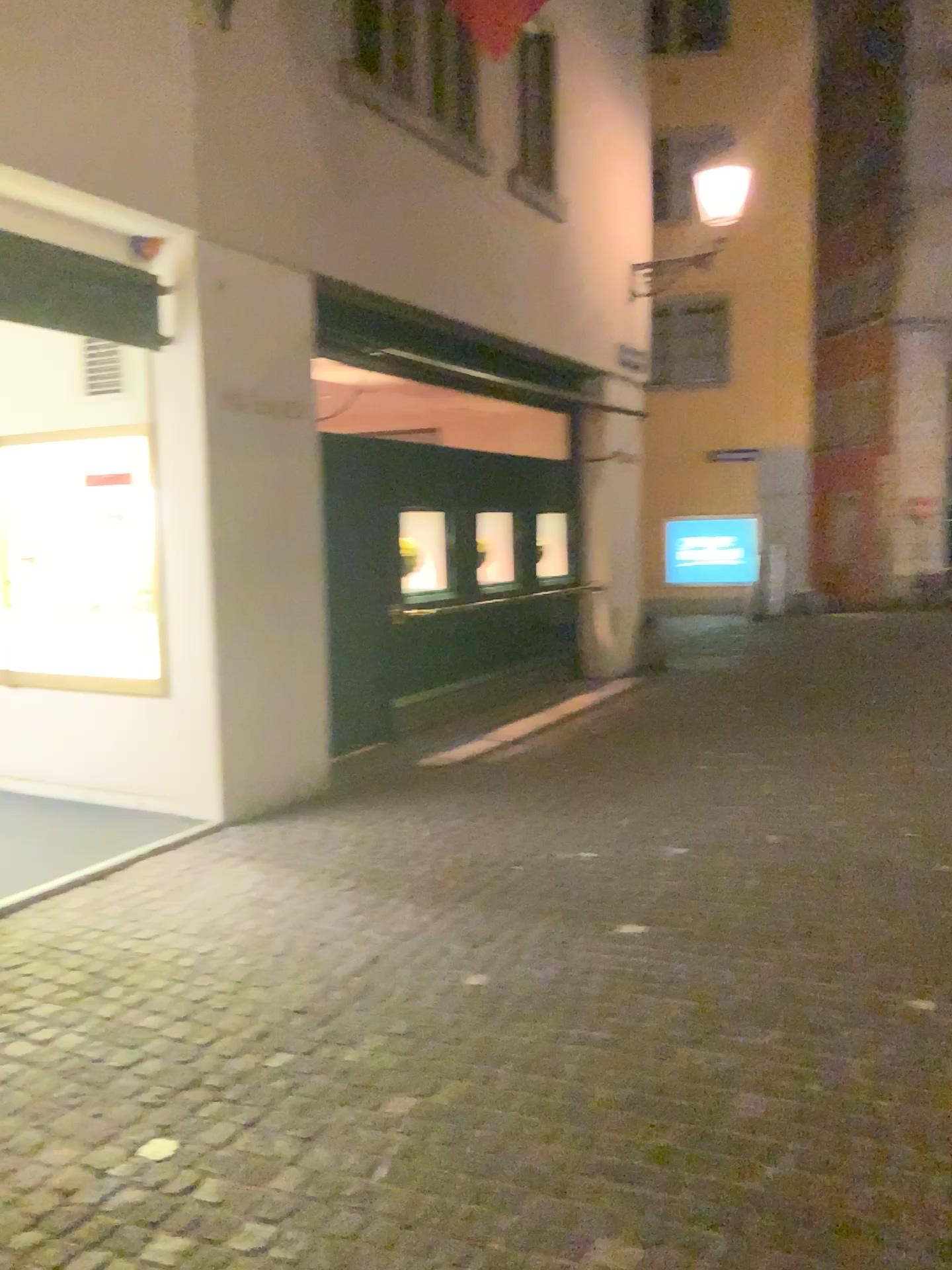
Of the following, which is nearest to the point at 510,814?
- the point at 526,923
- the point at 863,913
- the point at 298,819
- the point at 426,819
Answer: the point at 426,819
